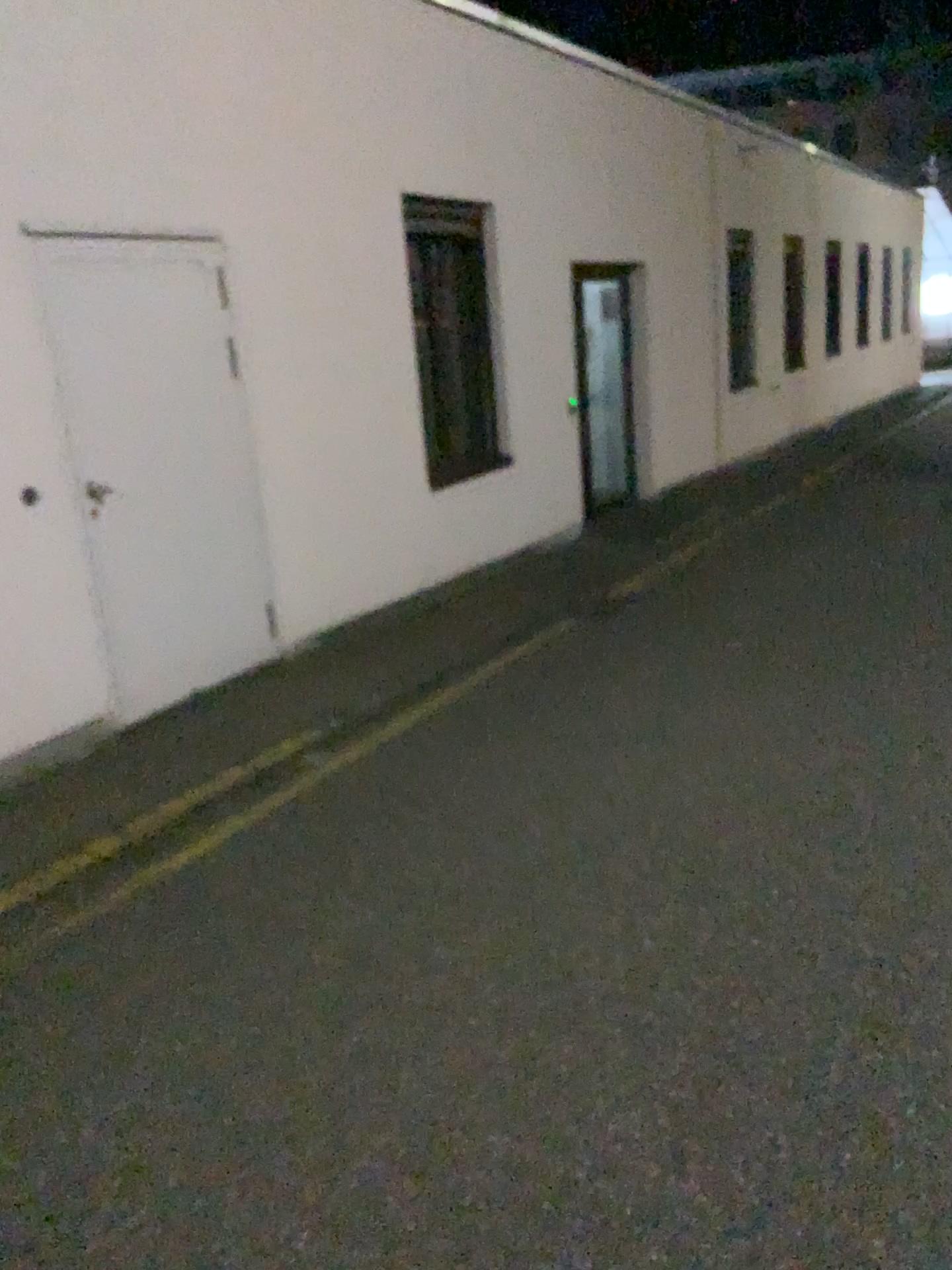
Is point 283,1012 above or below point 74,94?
below
